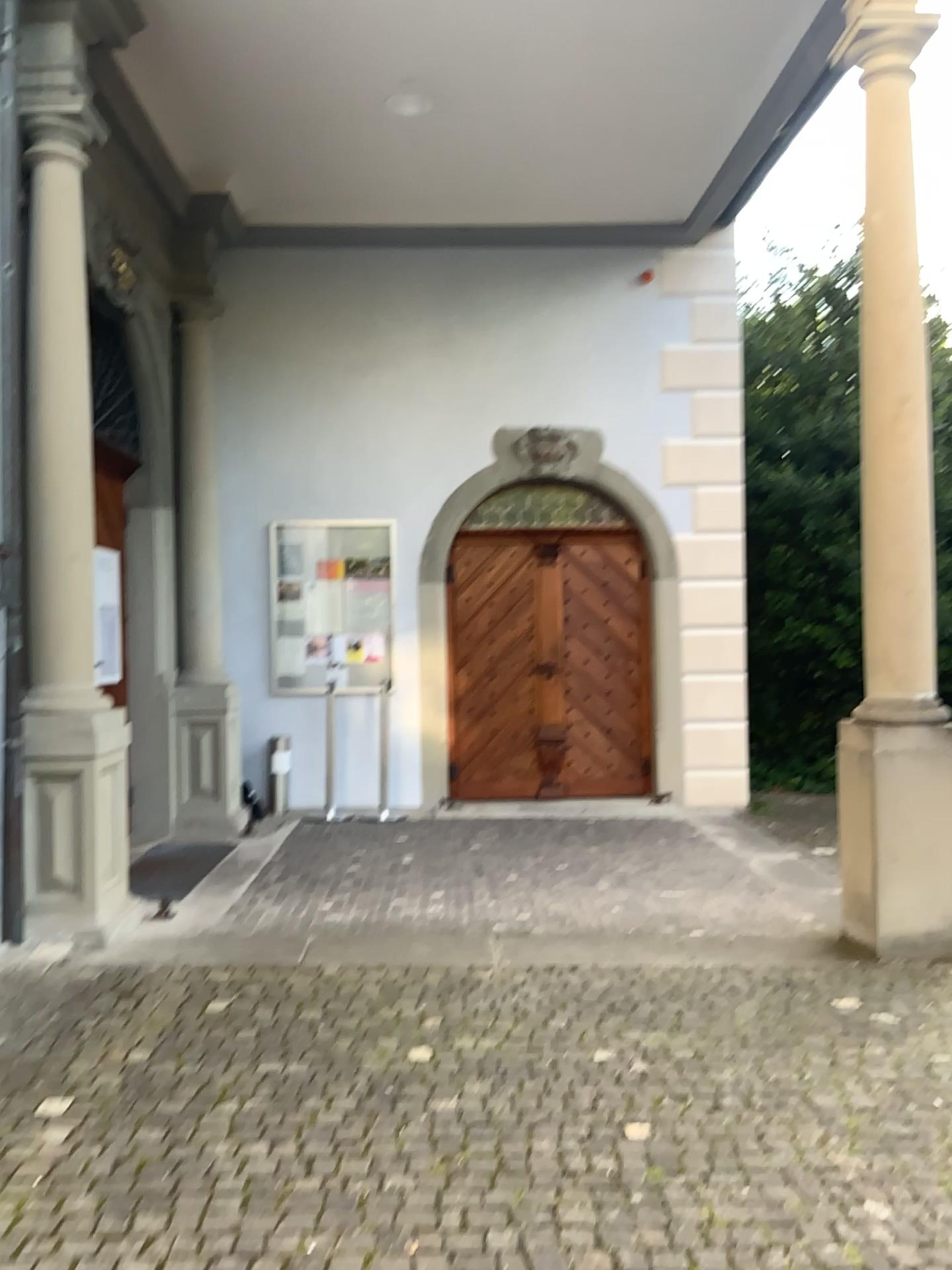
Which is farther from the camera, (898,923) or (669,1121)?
(898,923)
